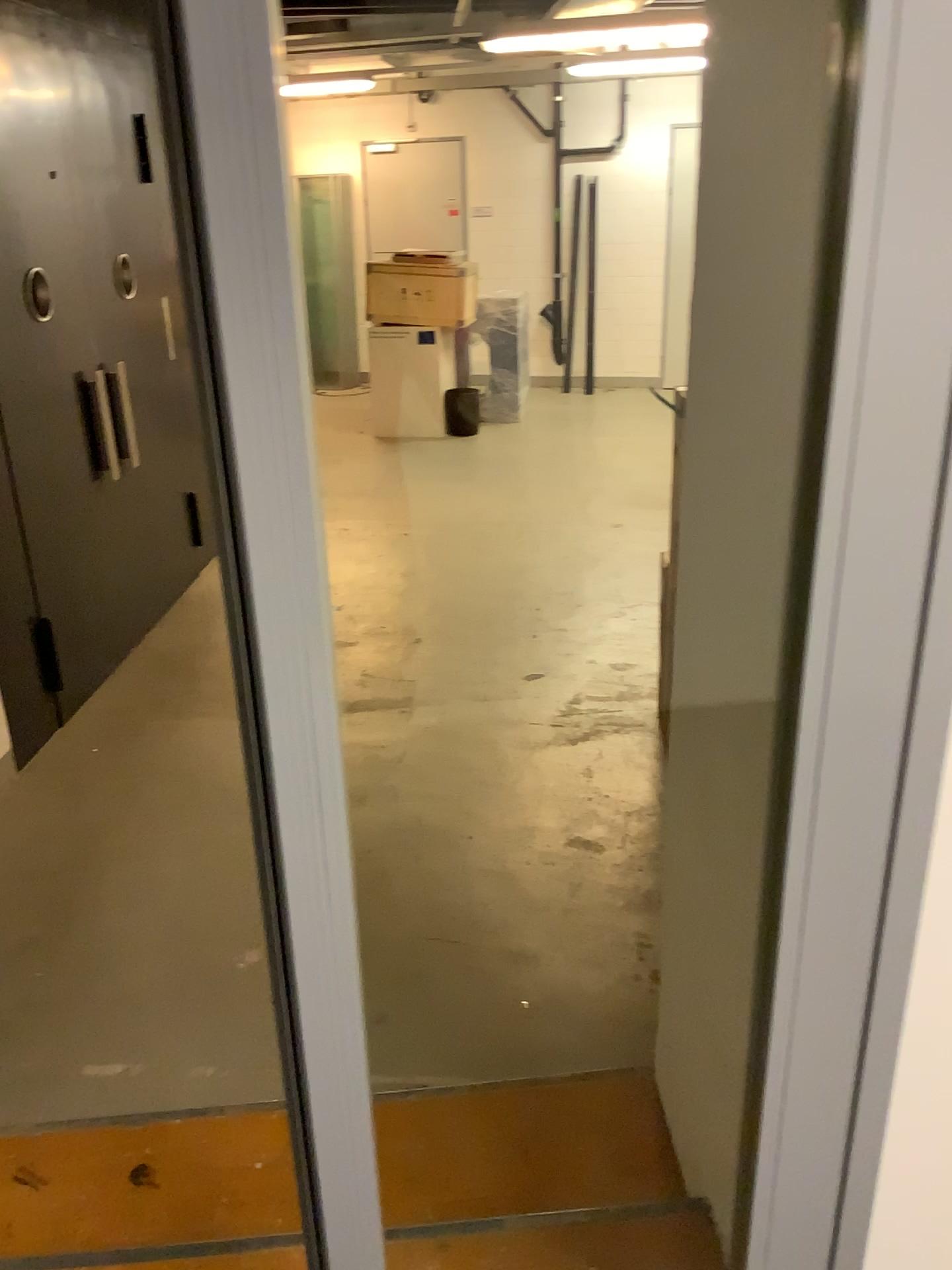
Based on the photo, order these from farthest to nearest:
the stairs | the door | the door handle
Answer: → 1. the door handle
2. the door
3. the stairs

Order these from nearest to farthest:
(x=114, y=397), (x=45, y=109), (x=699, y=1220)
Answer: (x=699, y=1220) → (x=45, y=109) → (x=114, y=397)

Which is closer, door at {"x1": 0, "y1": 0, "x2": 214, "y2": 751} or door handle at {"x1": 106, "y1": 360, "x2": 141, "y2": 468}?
door at {"x1": 0, "y1": 0, "x2": 214, "y2": 751}

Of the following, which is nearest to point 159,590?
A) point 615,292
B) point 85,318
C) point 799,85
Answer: point 85,318

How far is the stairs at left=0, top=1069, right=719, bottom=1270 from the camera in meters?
1.7

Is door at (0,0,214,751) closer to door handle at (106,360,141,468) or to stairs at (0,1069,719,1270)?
door handle at (106,360,141,468)

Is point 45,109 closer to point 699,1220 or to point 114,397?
point 114,397

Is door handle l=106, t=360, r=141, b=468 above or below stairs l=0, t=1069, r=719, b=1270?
above

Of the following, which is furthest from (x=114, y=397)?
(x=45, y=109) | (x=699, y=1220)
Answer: (x=699, y=1220)

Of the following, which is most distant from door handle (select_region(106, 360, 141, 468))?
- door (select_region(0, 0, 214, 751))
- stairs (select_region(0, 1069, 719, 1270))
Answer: stairs (select_region(0, 1069, 719, 1270))
